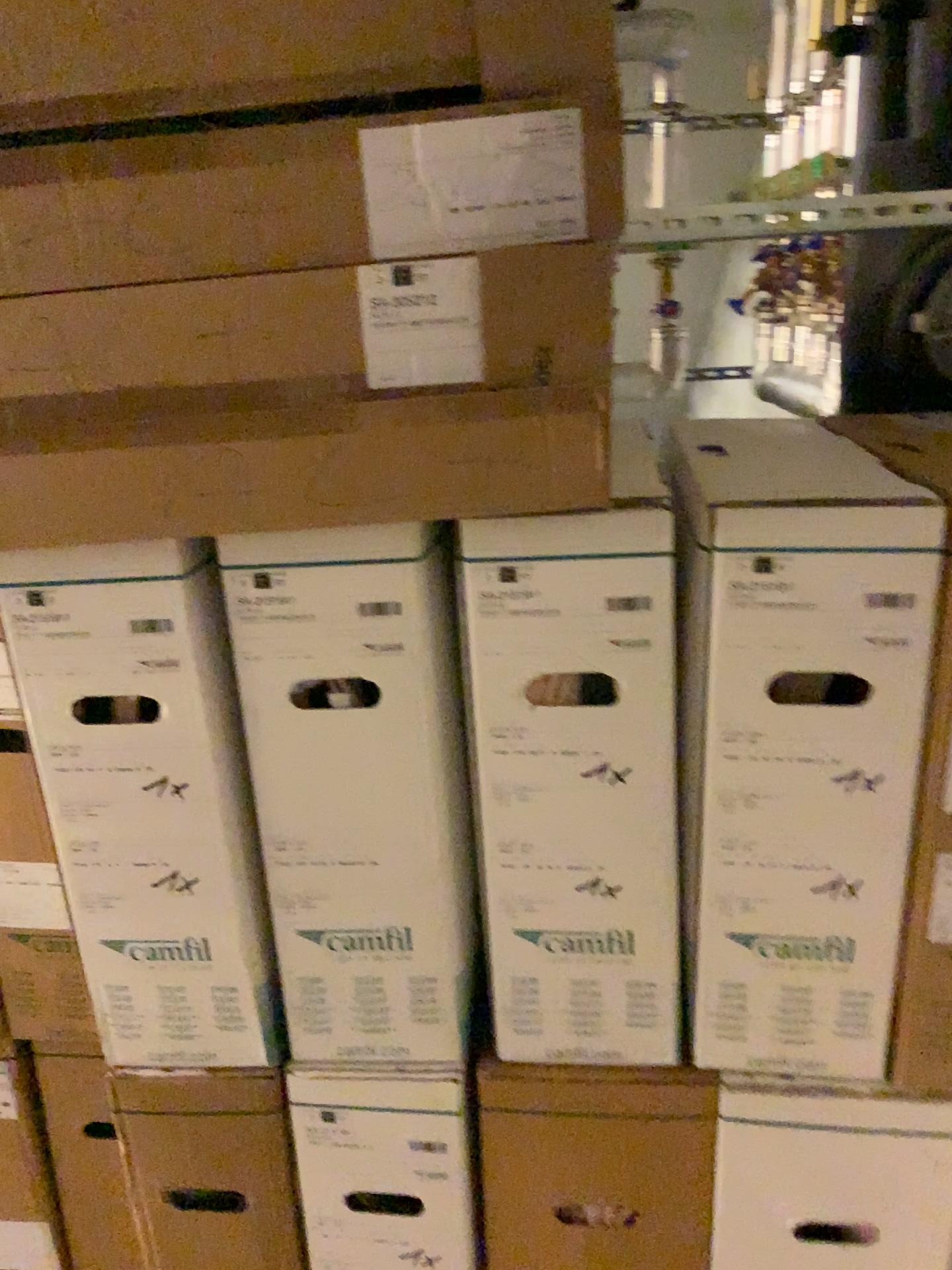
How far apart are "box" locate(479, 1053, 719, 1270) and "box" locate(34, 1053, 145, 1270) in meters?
0.5 m

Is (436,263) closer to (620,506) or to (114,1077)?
(620,506)

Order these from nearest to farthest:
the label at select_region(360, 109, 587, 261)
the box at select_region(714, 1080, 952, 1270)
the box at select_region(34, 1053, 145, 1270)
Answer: the label at select_region(360, 109, 587, 261)
the box at select_region(714, 1080, 952, 1270)
the box at select_region(34, 1053, 145, 1270)

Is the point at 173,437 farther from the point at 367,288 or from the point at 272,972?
the point at 272,972

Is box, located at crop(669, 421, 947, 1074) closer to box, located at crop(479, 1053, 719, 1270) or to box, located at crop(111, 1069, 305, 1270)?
box, located at crop(479, 1053, 719, 1270)

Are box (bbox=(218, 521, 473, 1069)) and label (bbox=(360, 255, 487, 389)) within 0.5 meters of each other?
yes

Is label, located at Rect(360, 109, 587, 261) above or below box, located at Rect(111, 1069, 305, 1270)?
above

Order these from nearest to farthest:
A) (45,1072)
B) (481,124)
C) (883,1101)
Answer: (481,124) → (883,1101) → (45,1072)

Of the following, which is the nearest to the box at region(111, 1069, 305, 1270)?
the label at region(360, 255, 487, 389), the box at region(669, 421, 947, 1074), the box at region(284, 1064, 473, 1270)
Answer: the box at region(284, 1064, 473, 1270)

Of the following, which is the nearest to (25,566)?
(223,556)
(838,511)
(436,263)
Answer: (223,556)
